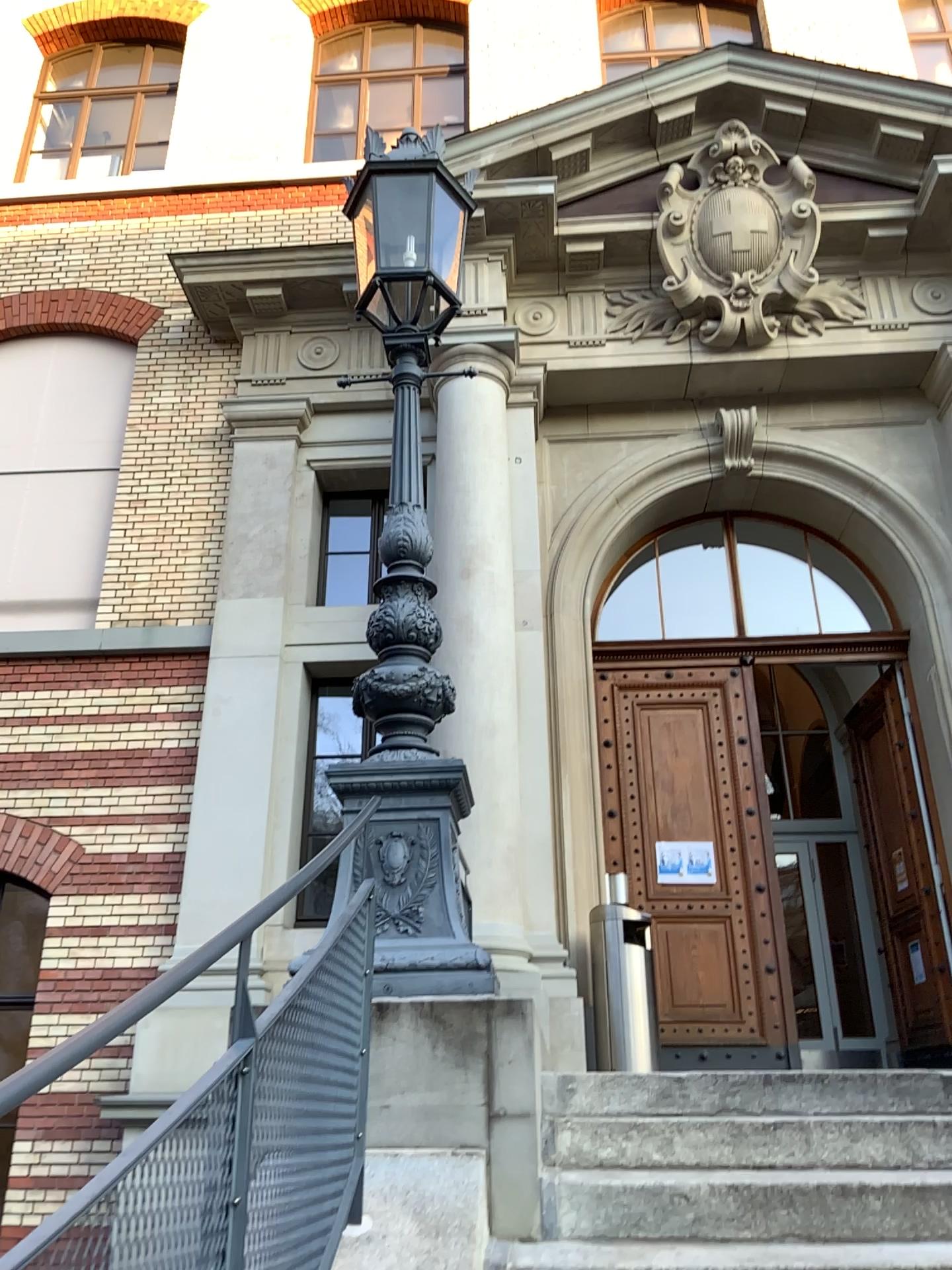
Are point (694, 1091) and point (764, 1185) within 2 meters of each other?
yes
